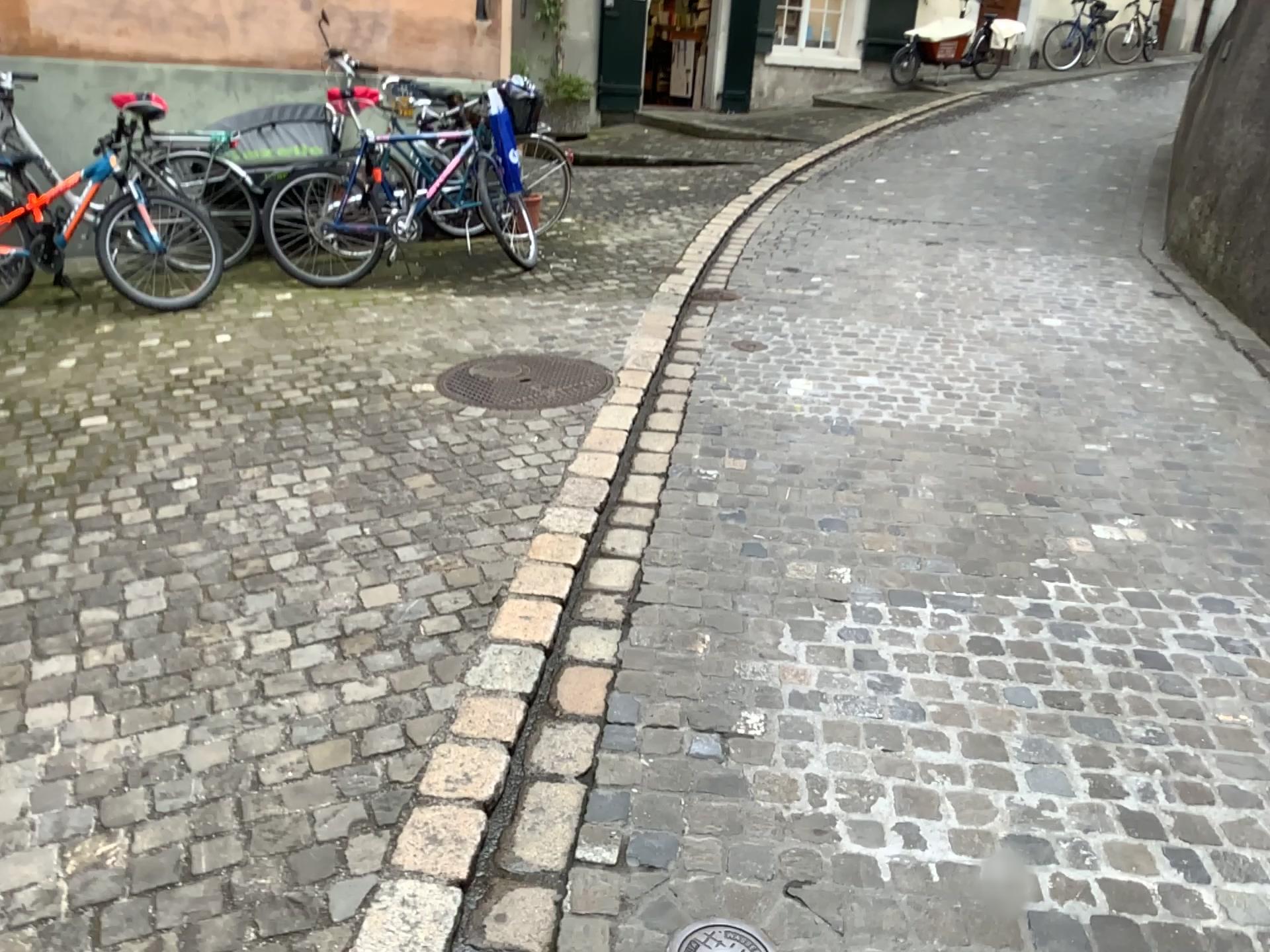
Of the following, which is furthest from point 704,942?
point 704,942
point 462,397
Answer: point 462,397

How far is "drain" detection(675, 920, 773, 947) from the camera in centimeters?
179cm

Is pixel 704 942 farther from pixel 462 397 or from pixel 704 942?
pixel 462 397

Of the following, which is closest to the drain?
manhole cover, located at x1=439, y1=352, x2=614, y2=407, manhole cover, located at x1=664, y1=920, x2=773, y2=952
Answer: manhole cover, located at x1=664, y1=920, x2=773, y2=952

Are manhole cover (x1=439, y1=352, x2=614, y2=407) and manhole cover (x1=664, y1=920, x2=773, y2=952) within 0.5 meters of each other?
no

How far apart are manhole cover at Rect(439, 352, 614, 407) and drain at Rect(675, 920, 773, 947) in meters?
2.7

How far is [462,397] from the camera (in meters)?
4.26

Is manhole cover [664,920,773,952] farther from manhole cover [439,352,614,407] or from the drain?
manhole cover [439,352,614,407]

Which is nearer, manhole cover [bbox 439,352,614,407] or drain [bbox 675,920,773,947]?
drain [bbox 675,920,773,947]

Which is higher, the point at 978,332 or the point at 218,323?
the point at 978,332
